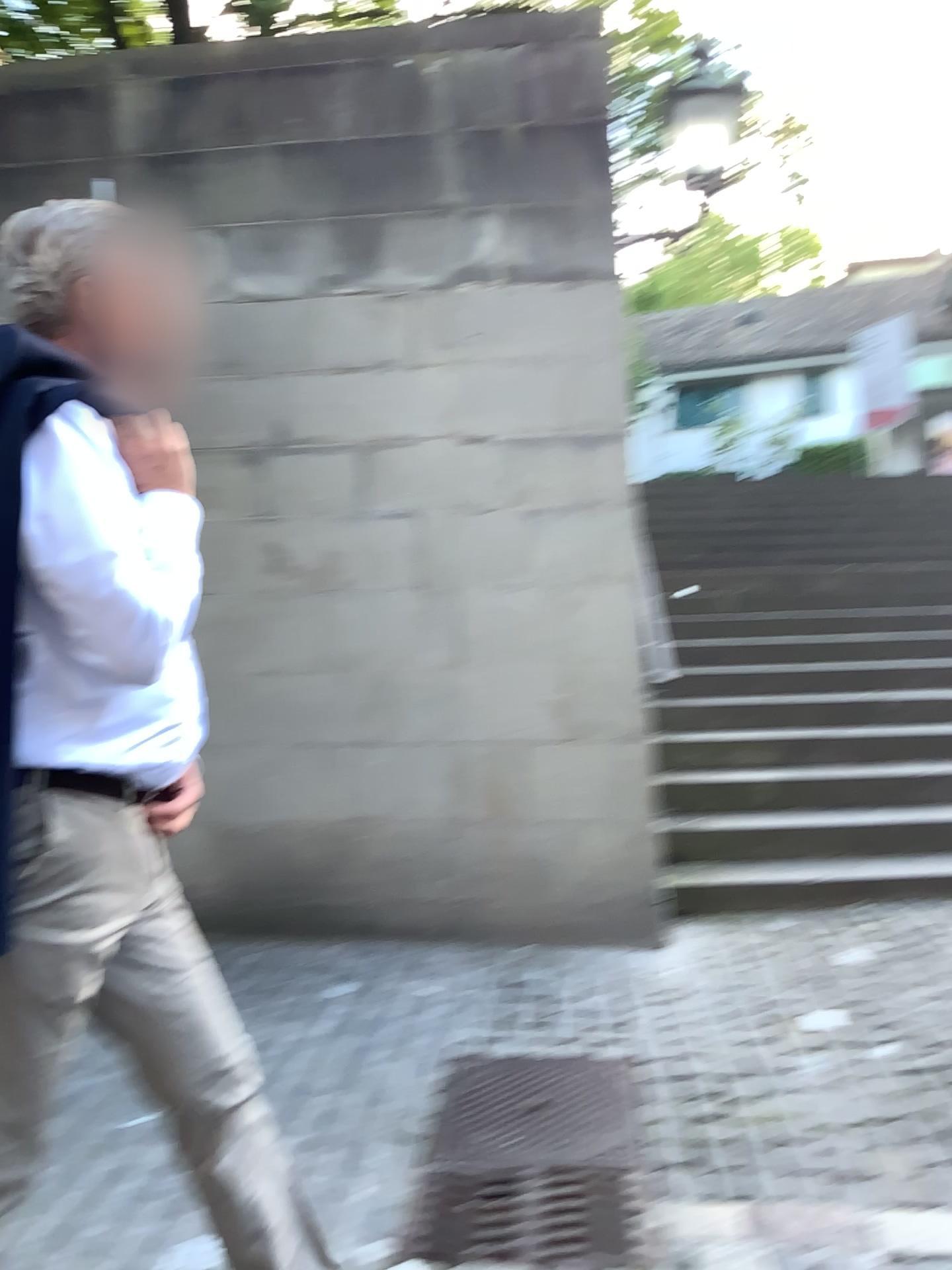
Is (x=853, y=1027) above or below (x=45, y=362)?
below

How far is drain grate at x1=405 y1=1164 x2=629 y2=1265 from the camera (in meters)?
2.11

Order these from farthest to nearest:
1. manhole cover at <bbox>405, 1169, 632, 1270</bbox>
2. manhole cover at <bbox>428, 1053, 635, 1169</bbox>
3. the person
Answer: manhole cover at <bbox>428, 1053, 635, 1169</bbox> → manhole cover at <bbox>405, 1169, 632, 1270</bbox> → the person

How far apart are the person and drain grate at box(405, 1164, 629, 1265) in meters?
0.5

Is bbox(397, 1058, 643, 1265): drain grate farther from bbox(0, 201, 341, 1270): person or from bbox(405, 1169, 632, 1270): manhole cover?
bbox(0, 201, 341, 1270): person

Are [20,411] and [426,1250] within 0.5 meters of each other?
no

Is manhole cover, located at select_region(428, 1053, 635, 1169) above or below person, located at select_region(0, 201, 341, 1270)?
below

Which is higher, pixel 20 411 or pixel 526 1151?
pixel 20 411

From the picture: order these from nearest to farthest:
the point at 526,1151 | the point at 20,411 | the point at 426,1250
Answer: the point at 20,411 < the point at 426,1250 < the point at 526,1151

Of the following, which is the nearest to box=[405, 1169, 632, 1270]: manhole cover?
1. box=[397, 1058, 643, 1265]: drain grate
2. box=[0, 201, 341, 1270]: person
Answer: box=[397, 1058, 643, 1265]: drain grate
